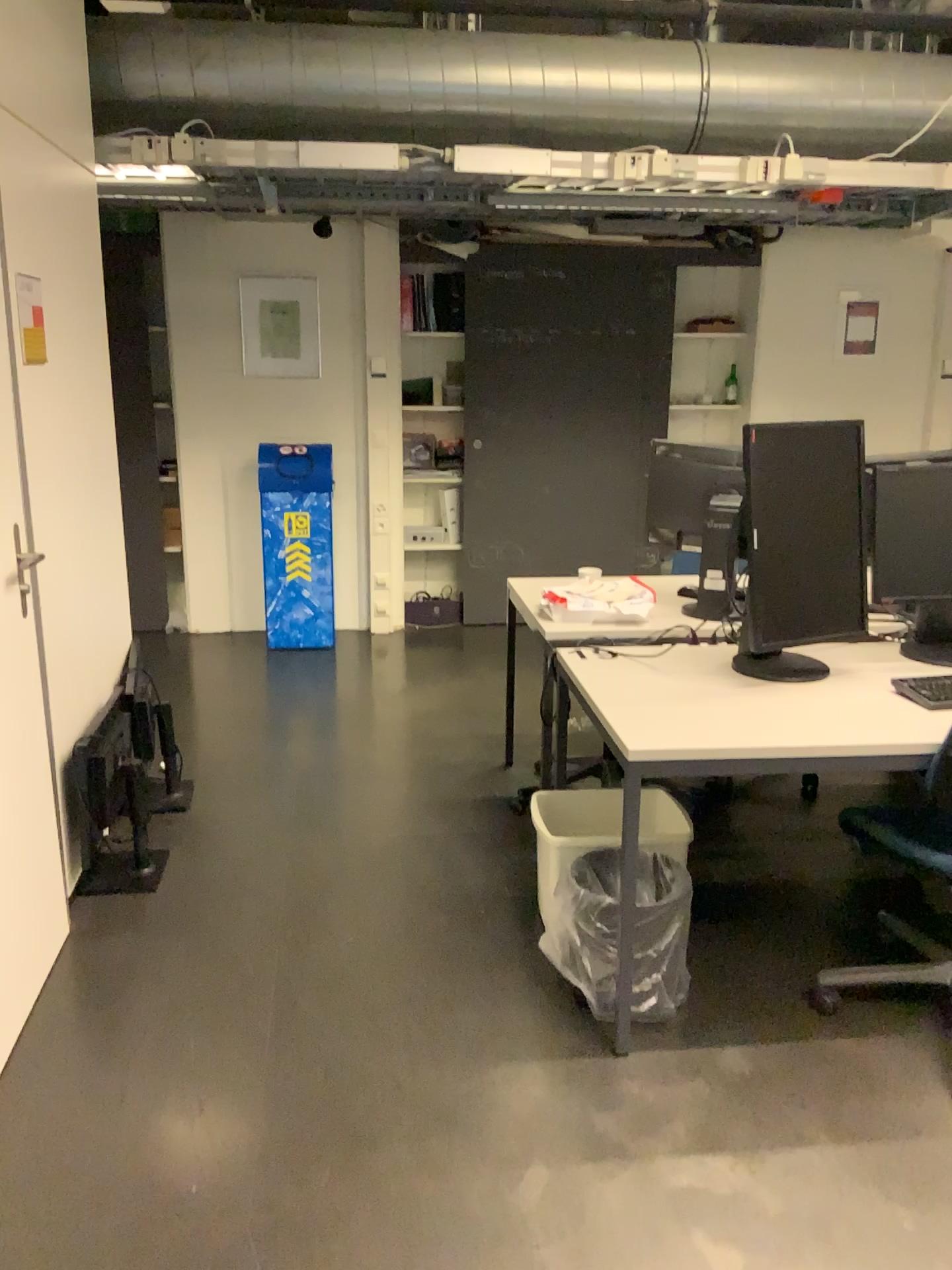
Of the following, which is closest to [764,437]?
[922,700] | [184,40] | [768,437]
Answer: [768,437]

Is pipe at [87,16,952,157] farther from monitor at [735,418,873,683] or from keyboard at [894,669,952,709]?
keyboard at [894,669,952,709]

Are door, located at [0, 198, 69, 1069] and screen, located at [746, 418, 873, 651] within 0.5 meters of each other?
no

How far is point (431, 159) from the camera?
3.87m

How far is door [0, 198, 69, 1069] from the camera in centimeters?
241cm

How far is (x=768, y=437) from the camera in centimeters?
257cm

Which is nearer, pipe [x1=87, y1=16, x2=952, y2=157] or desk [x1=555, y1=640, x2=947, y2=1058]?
desk [x1=555, y1=640, x2=947, y2=1058]

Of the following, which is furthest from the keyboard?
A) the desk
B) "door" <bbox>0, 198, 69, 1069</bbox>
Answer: "door" <bbox>0, 198, 69, 1069</bbox>

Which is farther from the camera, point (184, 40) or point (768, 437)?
point (184, 40)

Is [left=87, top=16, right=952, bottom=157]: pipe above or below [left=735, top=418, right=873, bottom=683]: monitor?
above
